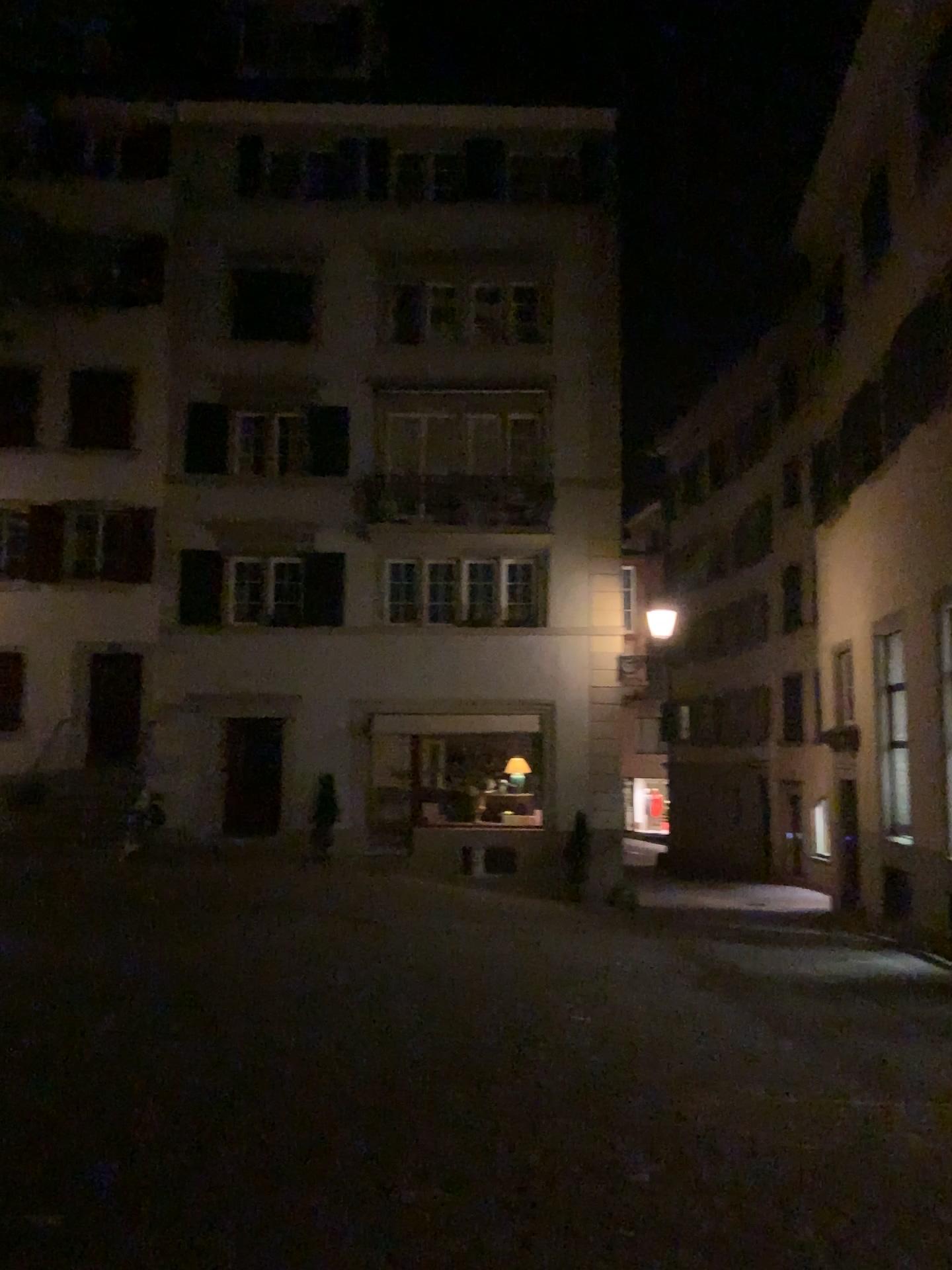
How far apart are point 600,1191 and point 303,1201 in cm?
119
